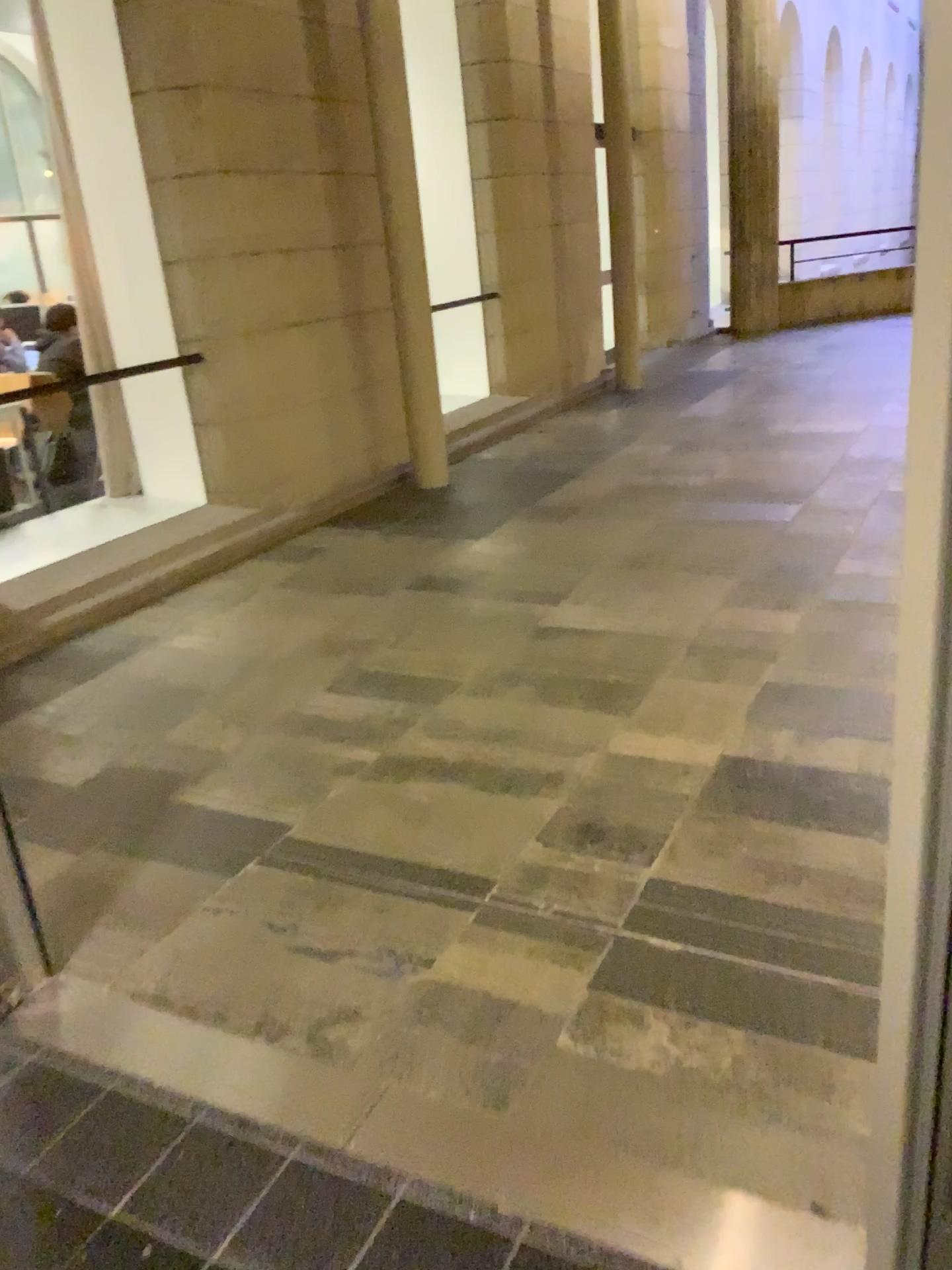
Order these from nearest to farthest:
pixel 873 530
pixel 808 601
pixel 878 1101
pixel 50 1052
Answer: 1. pixel 878 1101
2. pixel 50 1052
3. pixel 808 601
4. pixel 873 530
